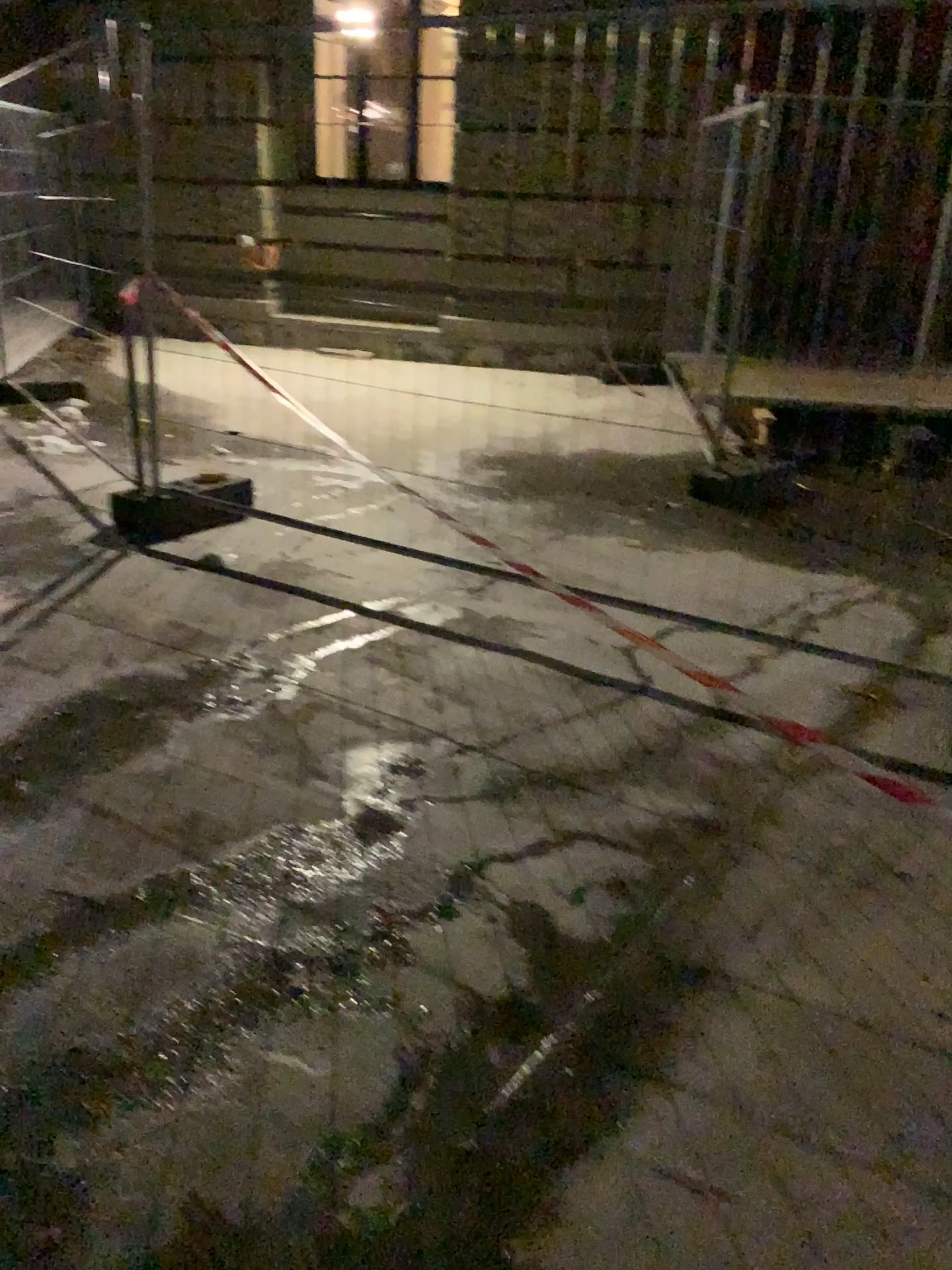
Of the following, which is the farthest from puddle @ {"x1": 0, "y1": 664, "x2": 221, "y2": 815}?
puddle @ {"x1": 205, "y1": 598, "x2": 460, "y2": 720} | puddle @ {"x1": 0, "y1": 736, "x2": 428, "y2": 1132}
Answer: puddle @ {"x1": 0, "y1": 736, "x2": 428, "y2": 1132}

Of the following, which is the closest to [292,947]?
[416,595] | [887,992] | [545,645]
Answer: [887,992]

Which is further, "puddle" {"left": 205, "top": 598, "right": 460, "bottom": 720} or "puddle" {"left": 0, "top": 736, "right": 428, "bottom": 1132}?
"puddle" {"left": 205, "top": 598, "right": 460, "bottom": 720}

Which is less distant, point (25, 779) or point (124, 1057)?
point (124, 1057)

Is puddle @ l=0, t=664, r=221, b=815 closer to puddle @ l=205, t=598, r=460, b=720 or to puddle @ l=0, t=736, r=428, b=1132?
puddle @ l=205, t=598, r=460, b=720

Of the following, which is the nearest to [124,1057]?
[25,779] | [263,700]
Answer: [25,779]

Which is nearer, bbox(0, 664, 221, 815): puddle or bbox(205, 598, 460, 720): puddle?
bbox(0, 664, 221, 815): puddle

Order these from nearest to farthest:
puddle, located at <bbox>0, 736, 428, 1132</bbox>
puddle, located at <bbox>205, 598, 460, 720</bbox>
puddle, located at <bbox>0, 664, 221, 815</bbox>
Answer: puddle, located at <bbox>0, 736, 428, 1132</bbox> < puddle, located at <bbox>0, 664, 221, 815</bbox> < puddle, located at <bbox>205, 598, 460, 720</bbox>

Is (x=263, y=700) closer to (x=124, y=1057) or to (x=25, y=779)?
(x=25, y=779)
